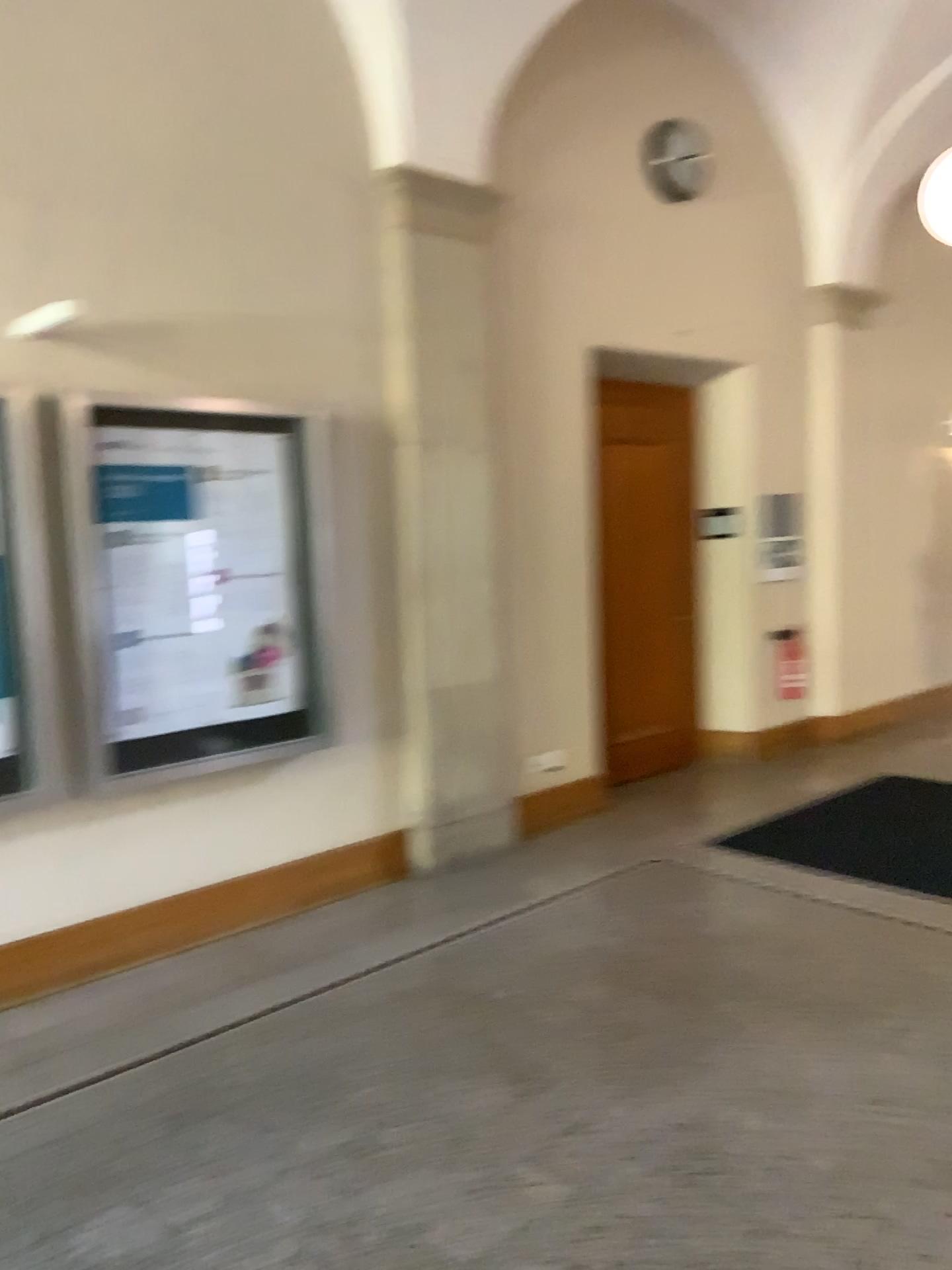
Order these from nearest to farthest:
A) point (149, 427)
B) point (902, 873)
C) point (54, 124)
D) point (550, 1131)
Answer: point (550, 1131)
point (54, 124)
point (149, 427)
point (902, 873)

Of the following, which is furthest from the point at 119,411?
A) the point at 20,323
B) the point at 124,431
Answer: the point at 20,323

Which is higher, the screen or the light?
the light

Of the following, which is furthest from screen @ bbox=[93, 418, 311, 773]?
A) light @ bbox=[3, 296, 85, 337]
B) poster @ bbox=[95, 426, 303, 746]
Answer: light @ bbox=[3, 296, 85, 337]

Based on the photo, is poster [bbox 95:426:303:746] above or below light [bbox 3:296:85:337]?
below

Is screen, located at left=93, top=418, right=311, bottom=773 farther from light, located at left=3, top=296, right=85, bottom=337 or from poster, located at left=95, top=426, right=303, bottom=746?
light, located at left=3, top=296, right=85, bottom=337

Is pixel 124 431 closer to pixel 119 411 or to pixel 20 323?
pixel 119 411

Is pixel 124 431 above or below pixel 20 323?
below
